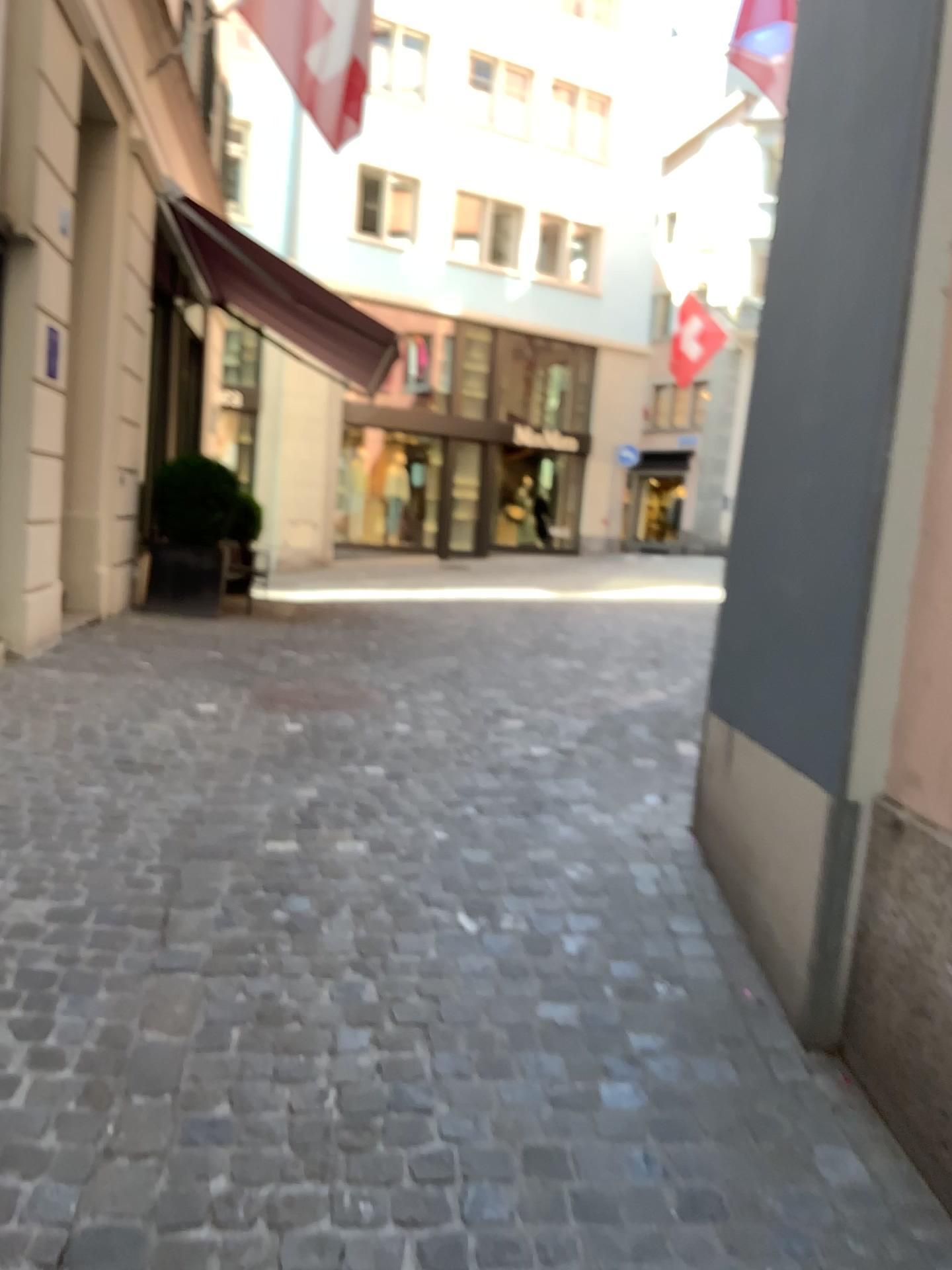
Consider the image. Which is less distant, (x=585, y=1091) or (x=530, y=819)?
(x=585, y=1091)
